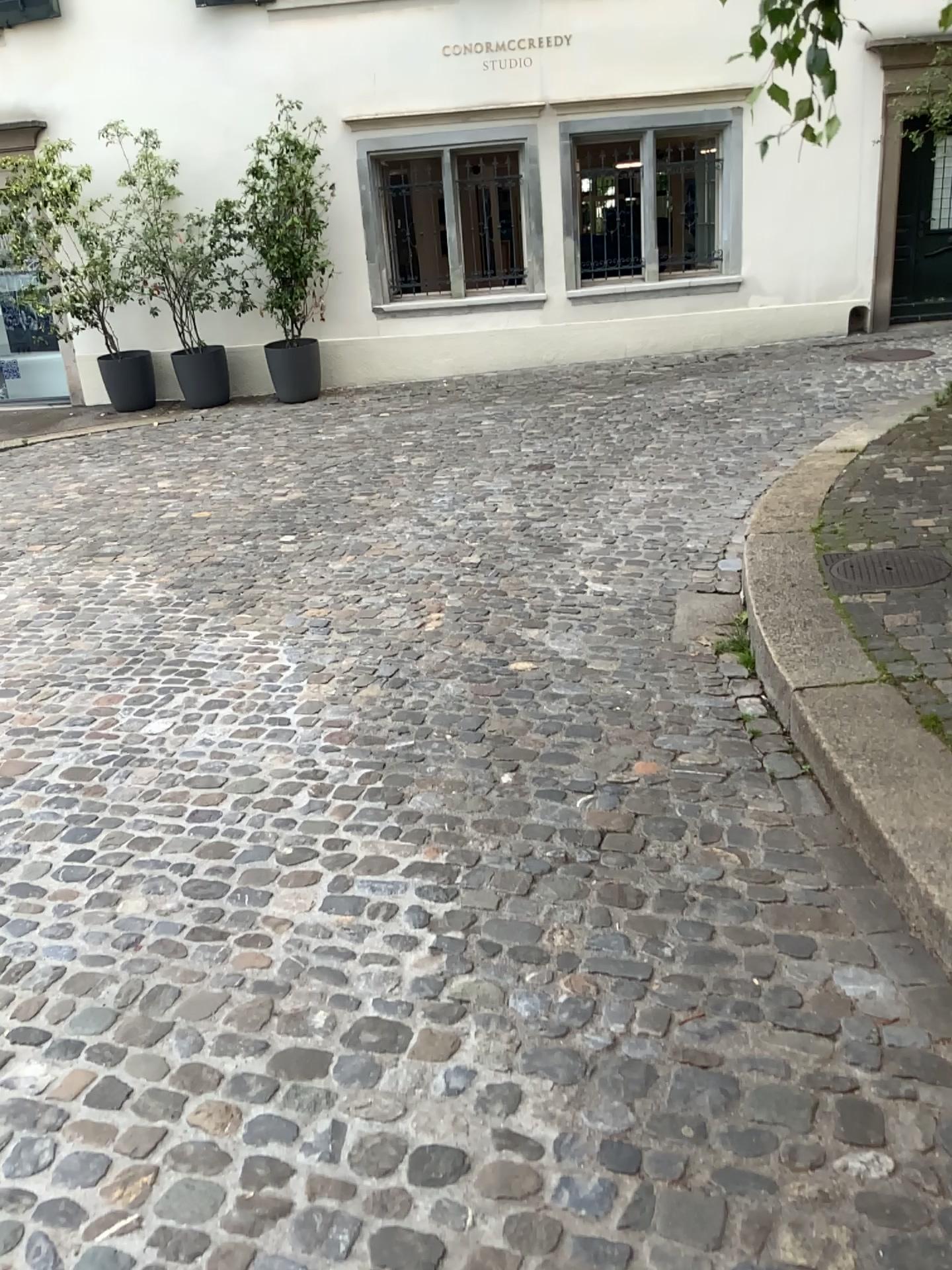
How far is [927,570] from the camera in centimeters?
400cm

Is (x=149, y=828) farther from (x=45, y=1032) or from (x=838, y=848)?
(x=838, y=848)

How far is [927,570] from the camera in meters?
4.0

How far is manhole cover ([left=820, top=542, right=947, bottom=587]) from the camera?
4.0 meters

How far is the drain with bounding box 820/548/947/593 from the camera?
4.0m
